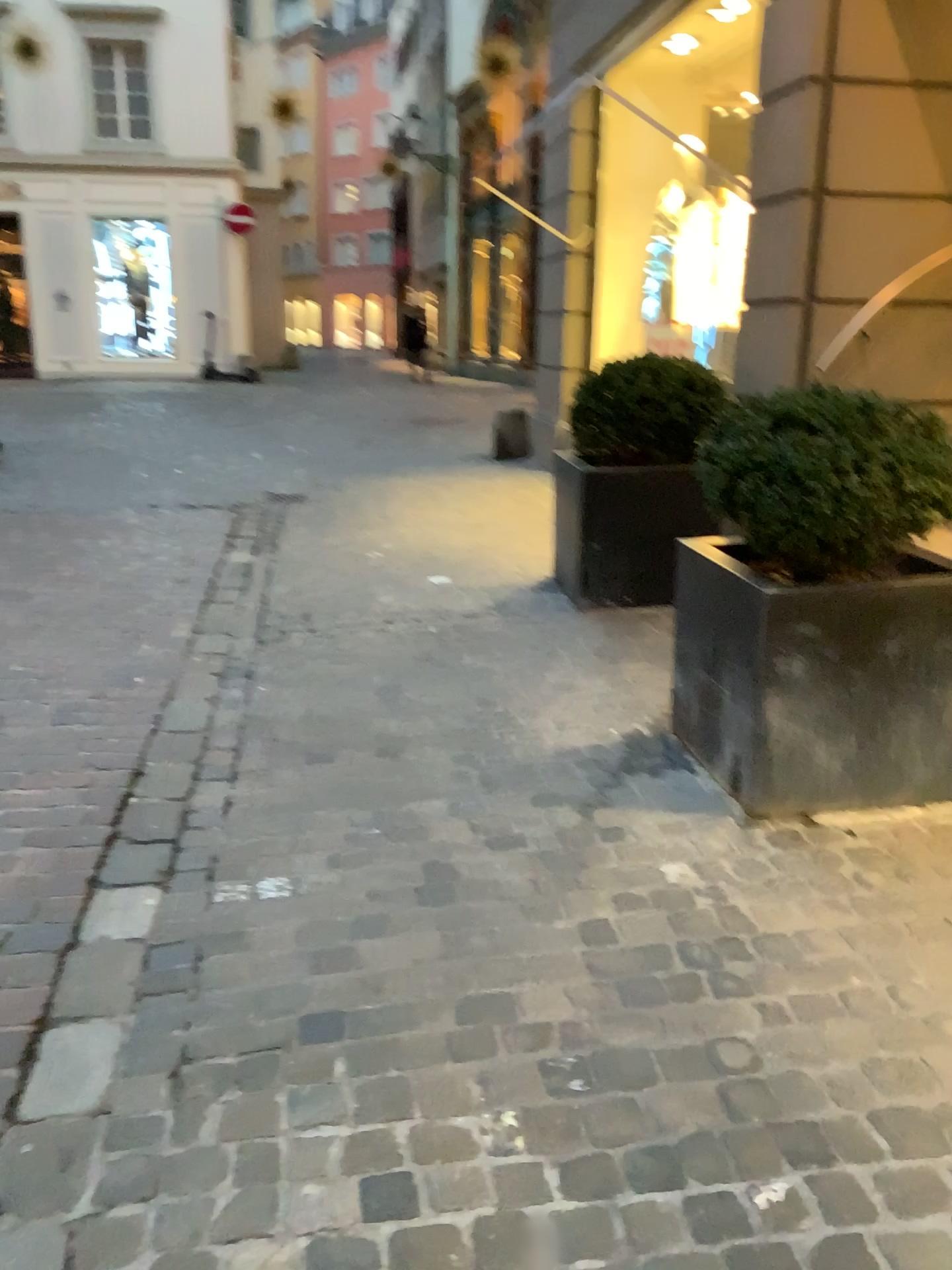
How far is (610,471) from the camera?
4.32m

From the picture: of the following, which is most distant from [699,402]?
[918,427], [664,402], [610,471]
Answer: [918,427]

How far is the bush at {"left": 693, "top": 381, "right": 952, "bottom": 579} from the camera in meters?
2.4 m

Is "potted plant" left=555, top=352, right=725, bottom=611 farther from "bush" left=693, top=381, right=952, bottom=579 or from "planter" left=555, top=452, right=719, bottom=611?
"bush" left=693, top=381, right=952, bottom=579

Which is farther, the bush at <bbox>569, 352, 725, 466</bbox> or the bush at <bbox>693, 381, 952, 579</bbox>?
the bush at <bbox>569, 352, 725, 466</bbox>

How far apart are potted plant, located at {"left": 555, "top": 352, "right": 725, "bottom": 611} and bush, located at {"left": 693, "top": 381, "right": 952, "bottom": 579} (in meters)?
1.47

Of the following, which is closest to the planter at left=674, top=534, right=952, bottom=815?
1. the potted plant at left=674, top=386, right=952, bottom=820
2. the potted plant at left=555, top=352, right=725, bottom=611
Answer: the potted plant at left=674, top=386, right=952, bottom=820

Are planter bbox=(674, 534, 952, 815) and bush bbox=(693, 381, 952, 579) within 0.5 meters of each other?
yes

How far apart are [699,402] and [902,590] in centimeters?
196cm

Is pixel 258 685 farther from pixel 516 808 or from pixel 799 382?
pixel 799 382
